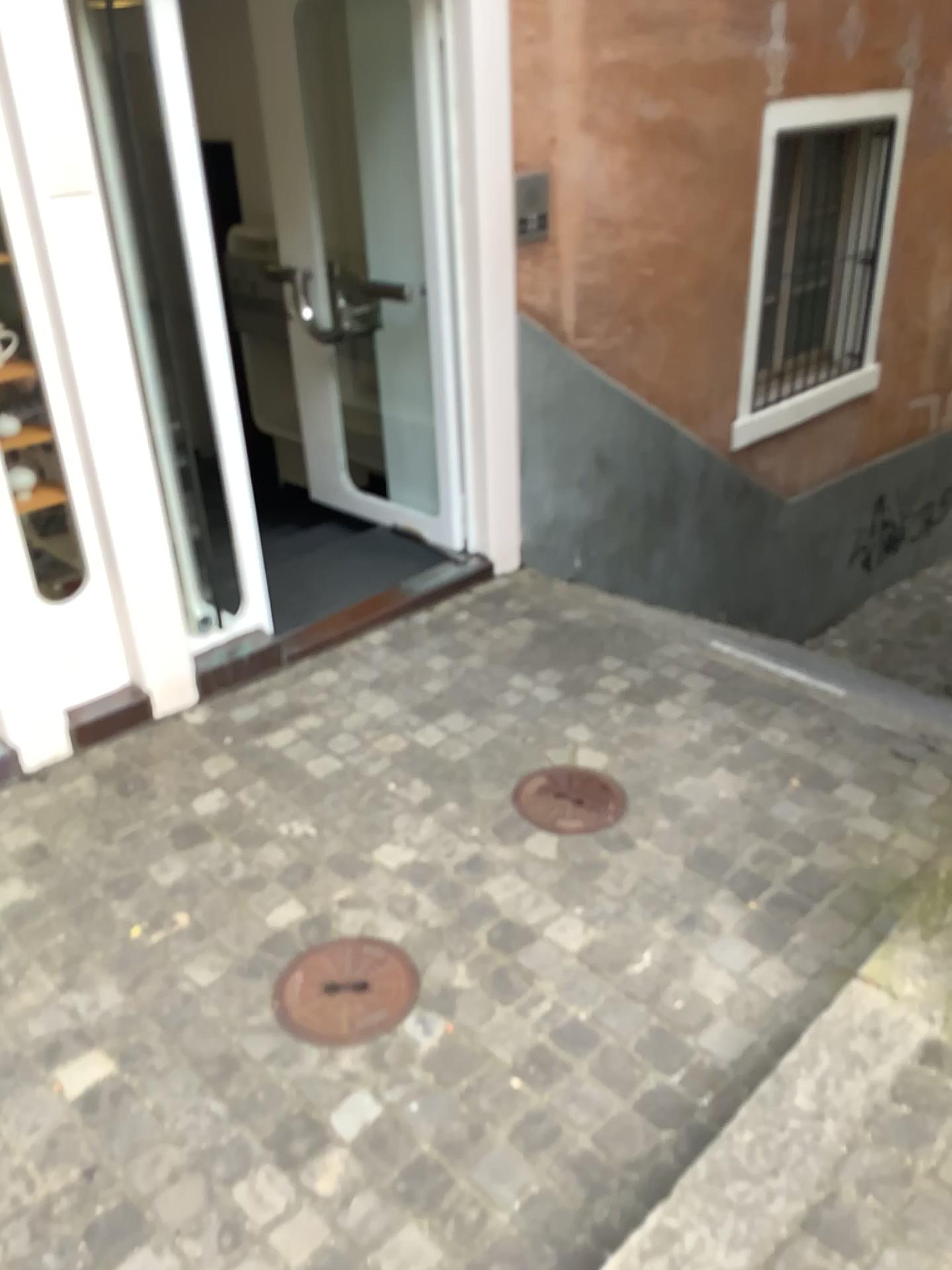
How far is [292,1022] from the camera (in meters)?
2.09

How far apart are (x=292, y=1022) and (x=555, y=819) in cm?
88

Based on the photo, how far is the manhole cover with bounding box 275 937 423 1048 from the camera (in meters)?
2.09

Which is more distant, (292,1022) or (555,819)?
(555,819)

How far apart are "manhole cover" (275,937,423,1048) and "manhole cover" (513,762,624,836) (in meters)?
0.57

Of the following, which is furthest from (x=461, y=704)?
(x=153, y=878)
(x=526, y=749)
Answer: (x=153, y=878)

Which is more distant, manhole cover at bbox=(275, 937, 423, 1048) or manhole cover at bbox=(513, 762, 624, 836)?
manhole cover at bbox=(513, 762, 624, 836)

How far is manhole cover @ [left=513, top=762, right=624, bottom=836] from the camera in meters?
2.7 m
